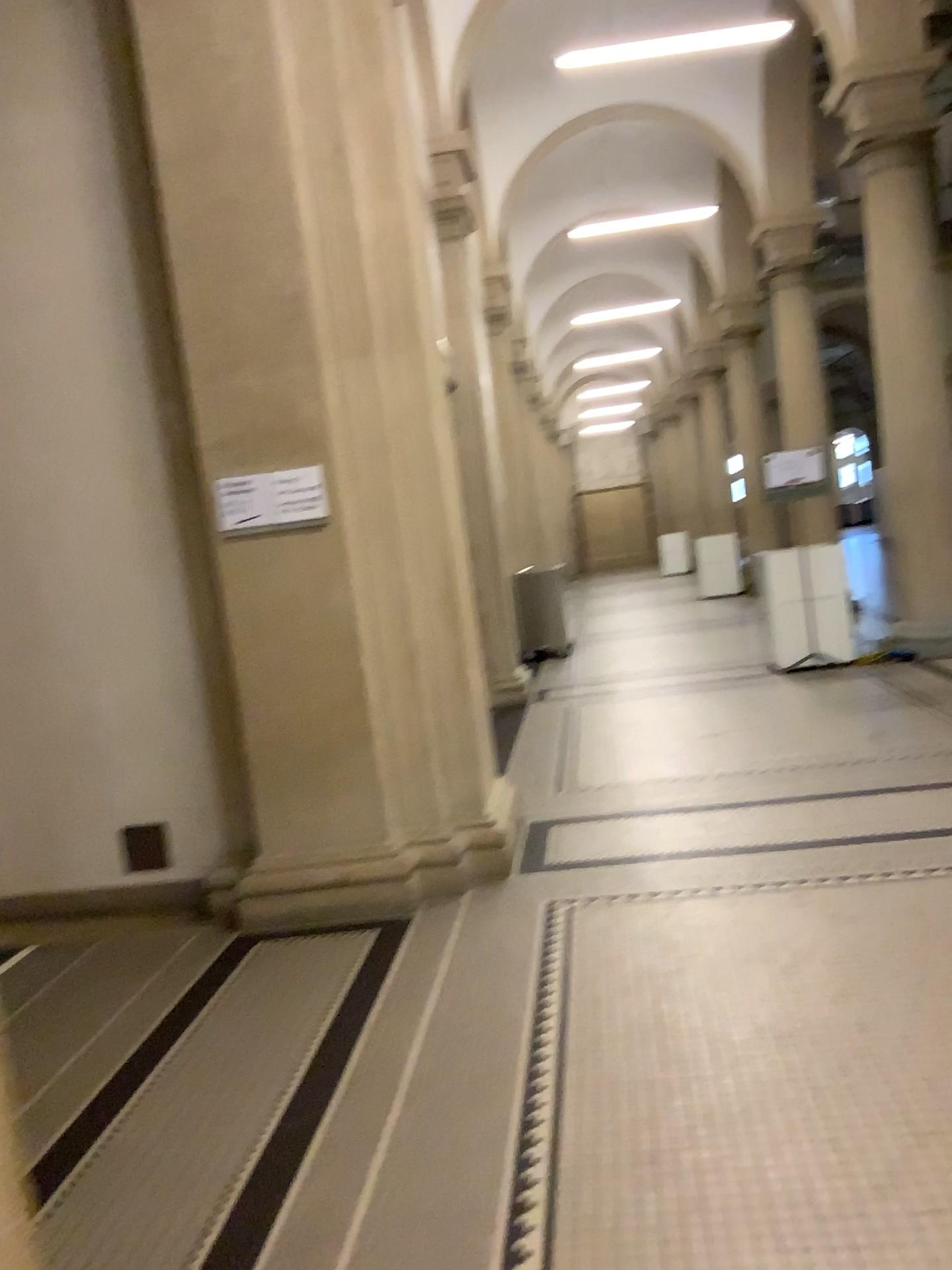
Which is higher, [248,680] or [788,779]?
[248,680]
